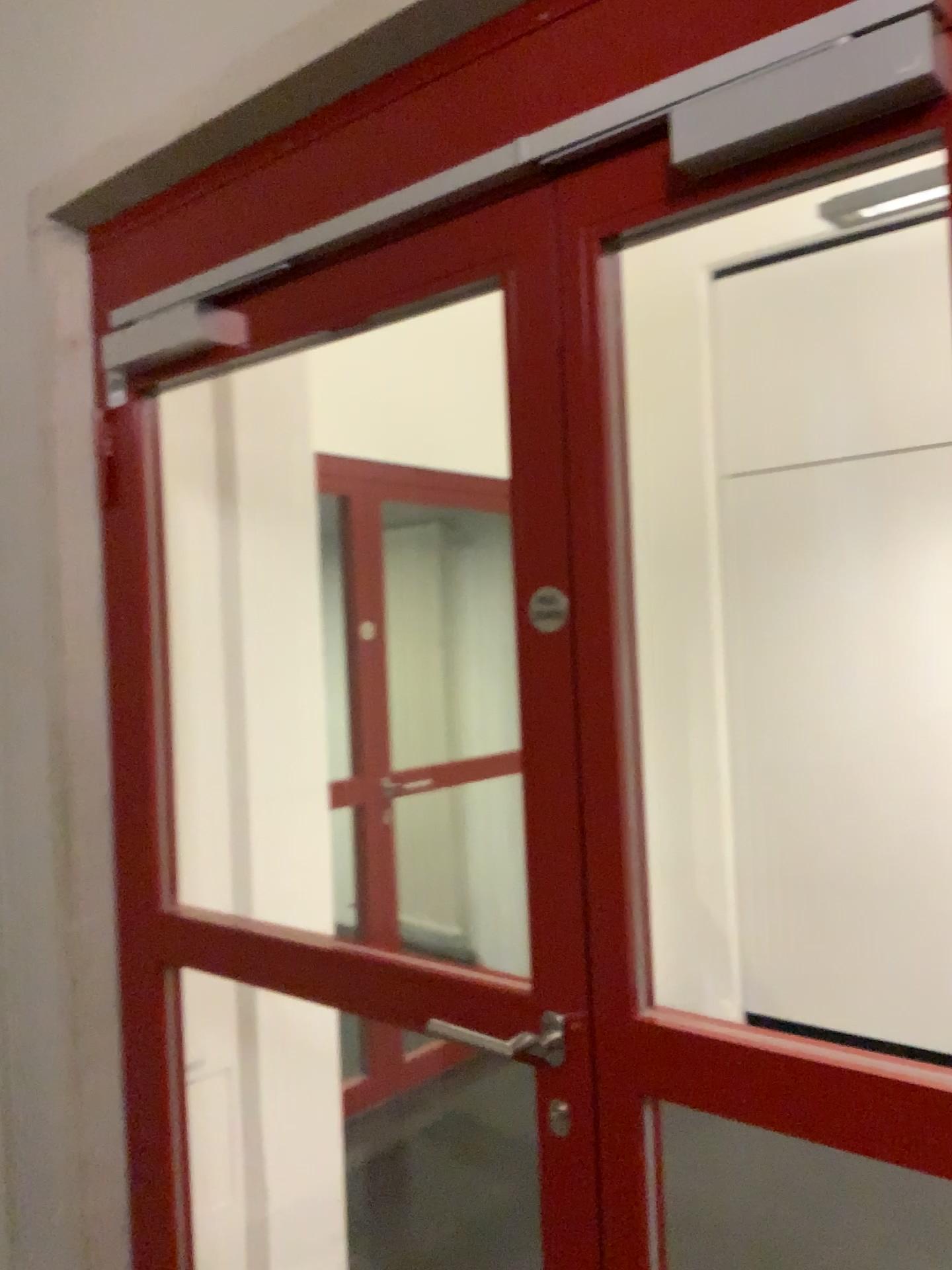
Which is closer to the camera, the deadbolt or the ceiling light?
the deadbolt

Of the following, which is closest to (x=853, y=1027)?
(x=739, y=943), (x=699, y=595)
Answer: (x=739, y=943)

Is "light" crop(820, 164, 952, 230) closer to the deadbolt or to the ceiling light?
the ceiling light

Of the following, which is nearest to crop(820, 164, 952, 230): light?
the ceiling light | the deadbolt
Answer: the ceiling light

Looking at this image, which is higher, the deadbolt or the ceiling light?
the ceiling light

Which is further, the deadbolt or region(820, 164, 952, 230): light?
region(820, 164, 952, 230): light

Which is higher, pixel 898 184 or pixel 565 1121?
pixel 898 184

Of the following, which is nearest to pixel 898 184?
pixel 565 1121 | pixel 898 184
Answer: pixel 898 184

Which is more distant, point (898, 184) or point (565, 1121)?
point (898, 184)
